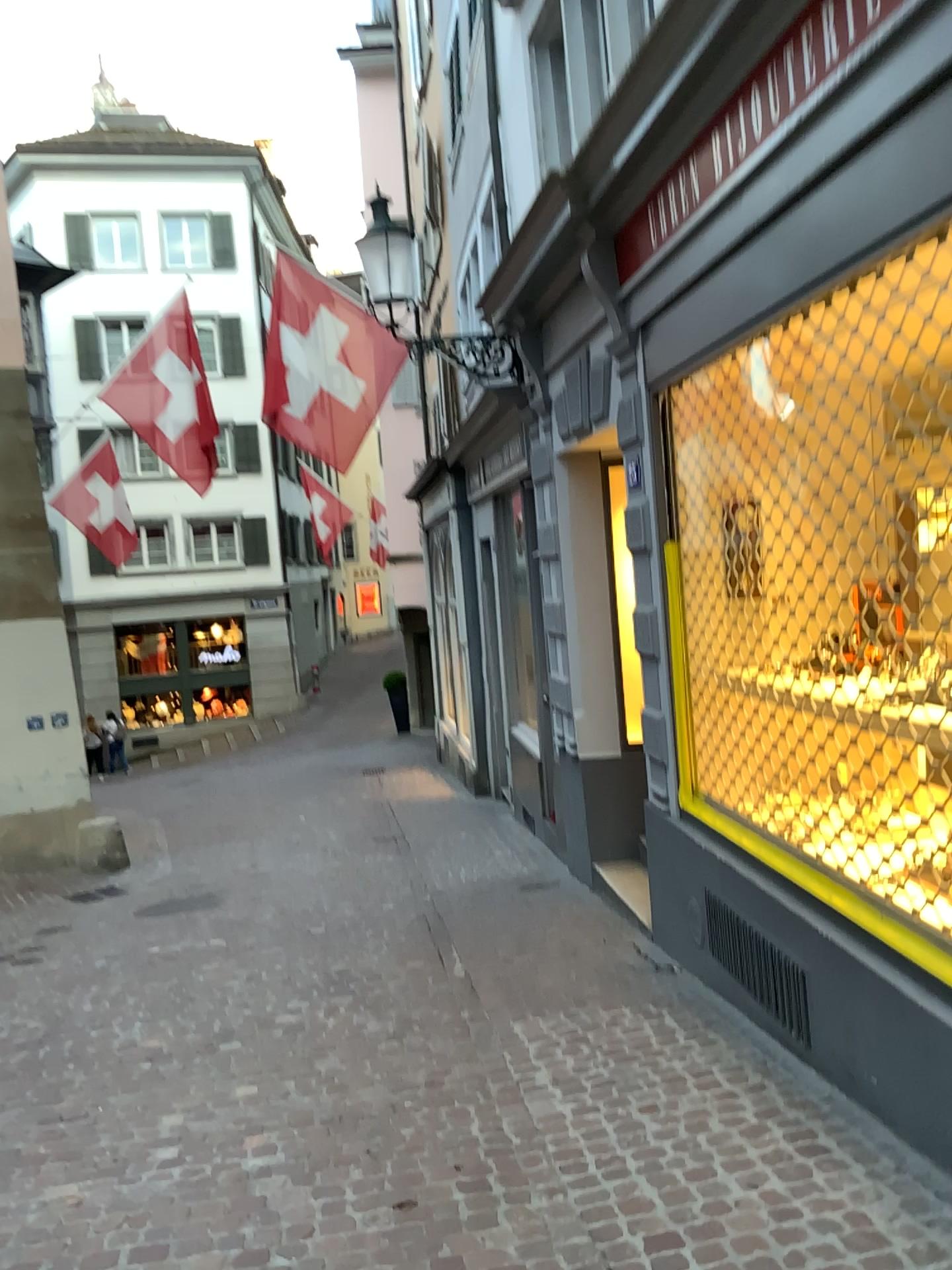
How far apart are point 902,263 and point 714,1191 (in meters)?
2.74
